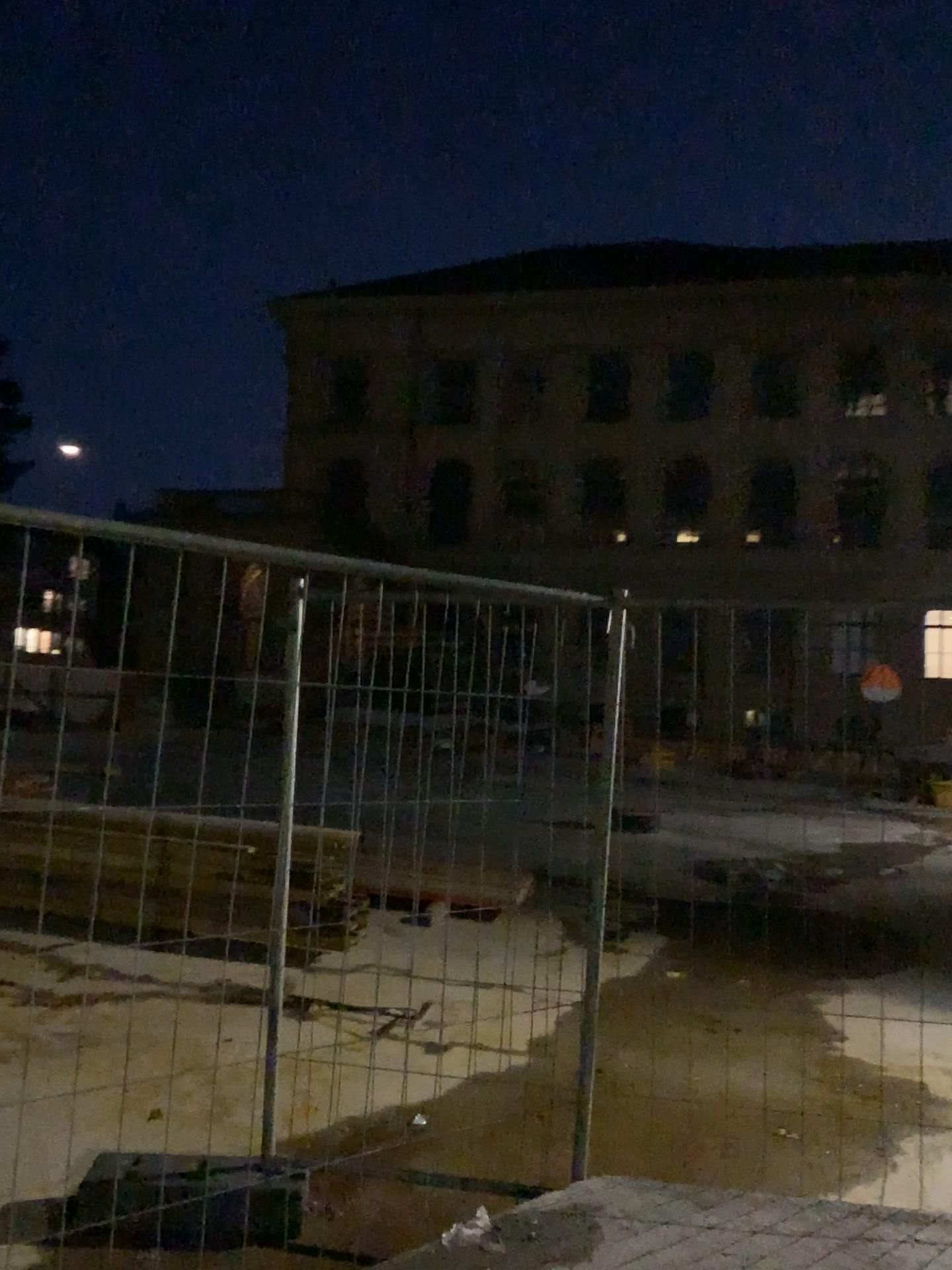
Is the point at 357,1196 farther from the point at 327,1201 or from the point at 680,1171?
the point at 680,1171
